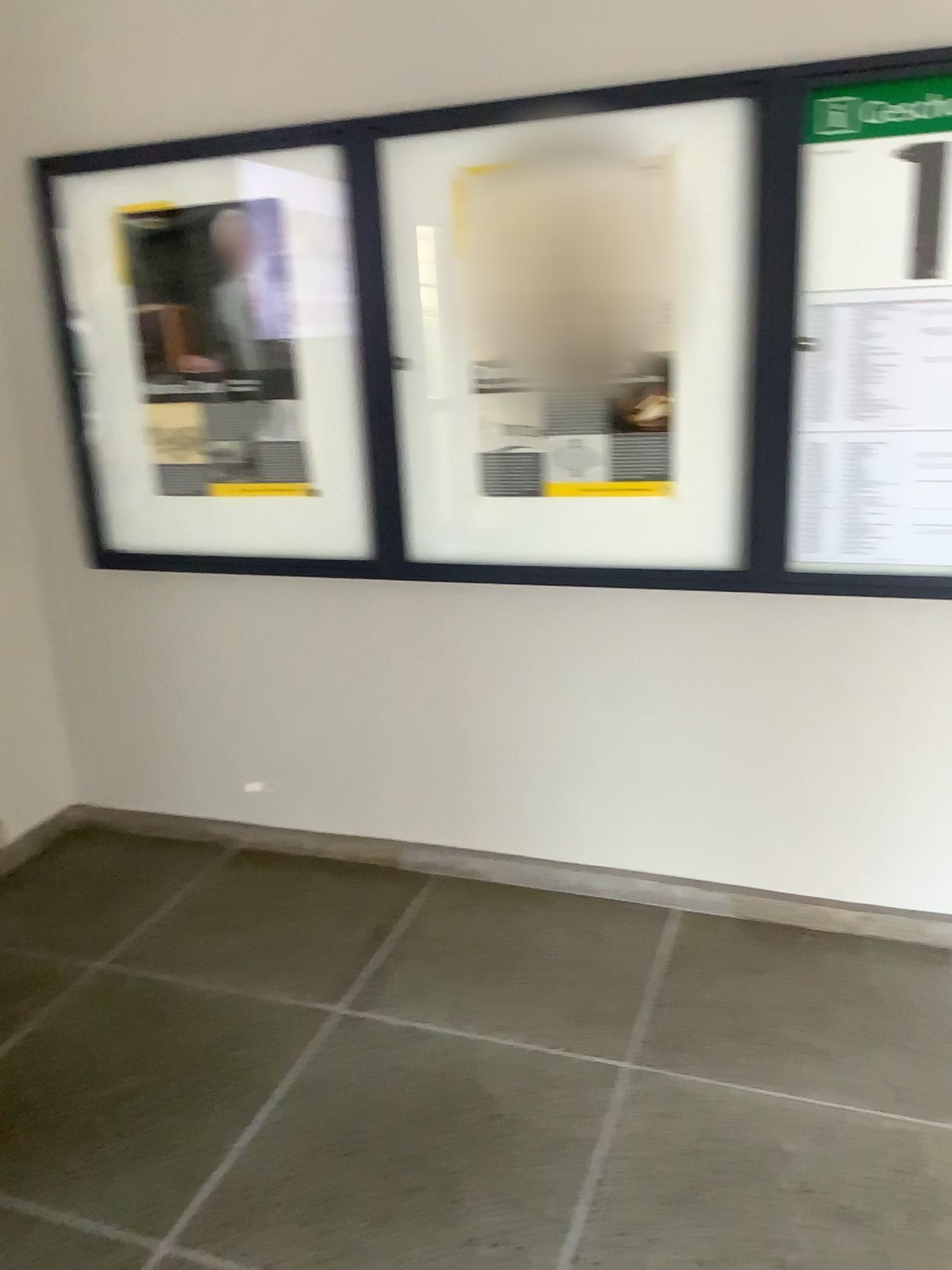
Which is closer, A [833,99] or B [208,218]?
A [833,99]

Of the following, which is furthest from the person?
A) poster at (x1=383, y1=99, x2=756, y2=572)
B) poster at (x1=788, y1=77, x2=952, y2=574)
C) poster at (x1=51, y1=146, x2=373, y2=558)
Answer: poster at (x1=788, y1=77, x2=952, y2=574)

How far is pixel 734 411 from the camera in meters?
2.5

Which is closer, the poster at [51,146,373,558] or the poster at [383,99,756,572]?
the poster at [383,99,756,572]

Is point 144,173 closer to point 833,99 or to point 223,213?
point 223,213

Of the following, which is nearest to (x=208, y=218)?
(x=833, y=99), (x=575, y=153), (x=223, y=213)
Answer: (x=223, y=213)

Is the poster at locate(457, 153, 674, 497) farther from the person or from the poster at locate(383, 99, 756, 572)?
the person

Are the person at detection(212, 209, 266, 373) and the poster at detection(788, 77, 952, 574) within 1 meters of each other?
no

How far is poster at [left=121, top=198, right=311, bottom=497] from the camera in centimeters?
280cm

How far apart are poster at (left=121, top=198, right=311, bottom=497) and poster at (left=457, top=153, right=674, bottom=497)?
0.5m
